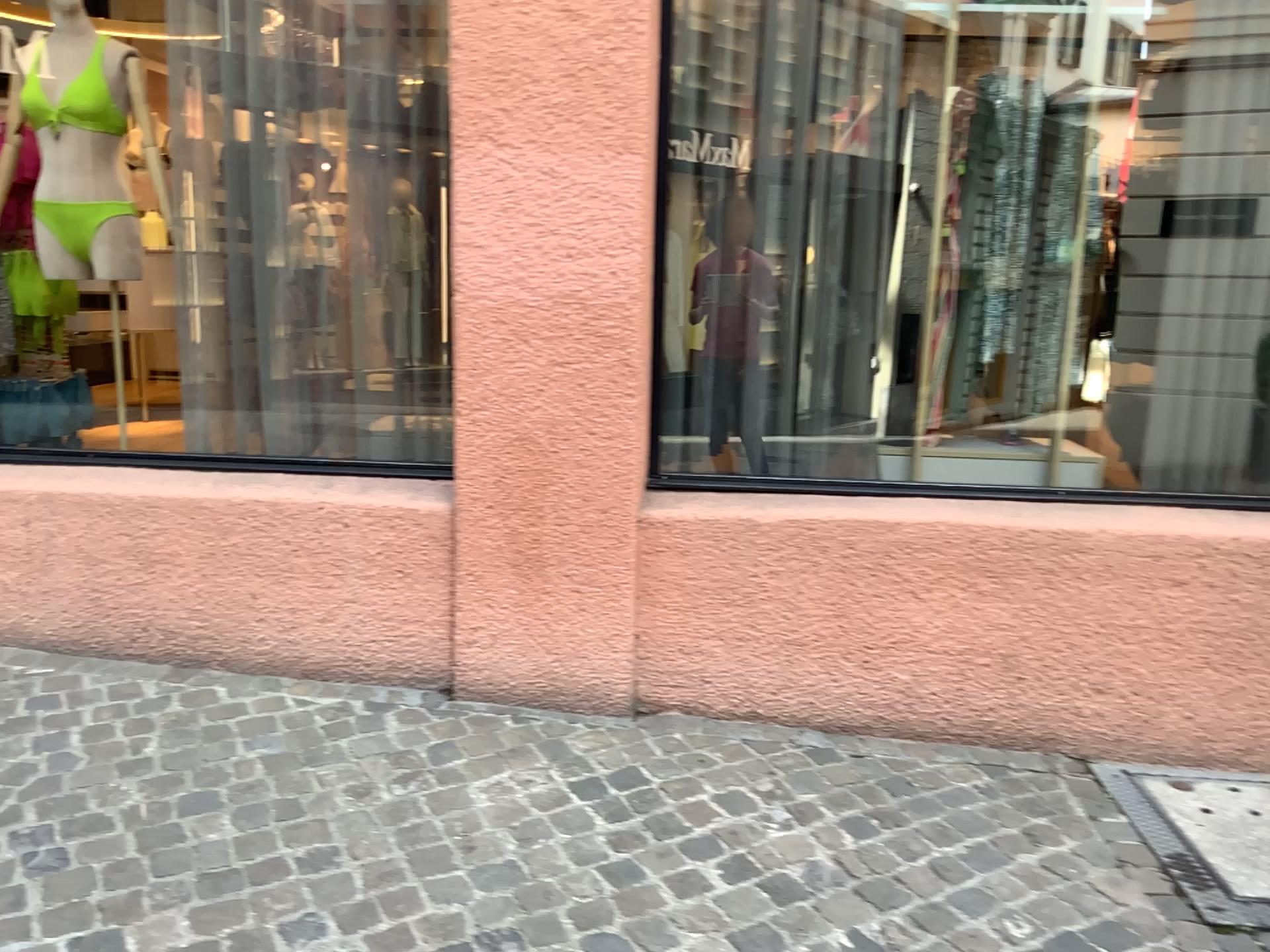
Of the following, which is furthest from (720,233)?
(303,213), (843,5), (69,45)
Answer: (69,45)

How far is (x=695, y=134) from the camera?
3.08m

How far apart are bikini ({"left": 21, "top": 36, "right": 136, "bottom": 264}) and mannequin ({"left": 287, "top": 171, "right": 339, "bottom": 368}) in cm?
59

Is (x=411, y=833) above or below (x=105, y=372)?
below

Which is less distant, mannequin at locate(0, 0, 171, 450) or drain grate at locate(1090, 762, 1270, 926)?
drain grate at locate(1090, 762, 1270, 926)

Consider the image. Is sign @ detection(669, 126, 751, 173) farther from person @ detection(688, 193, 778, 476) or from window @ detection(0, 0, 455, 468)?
window @ detection(0, 0, 455, 468)

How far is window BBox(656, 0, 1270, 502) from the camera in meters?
3.0

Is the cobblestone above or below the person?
below

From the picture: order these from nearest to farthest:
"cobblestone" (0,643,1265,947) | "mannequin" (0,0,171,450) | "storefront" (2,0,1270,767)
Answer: "cobblestone" (0,643,1265,947), "storefront" (2,0,1270,767), "mannequin" (0,0,171,450)

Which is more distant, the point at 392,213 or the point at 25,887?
the point at 392,213
